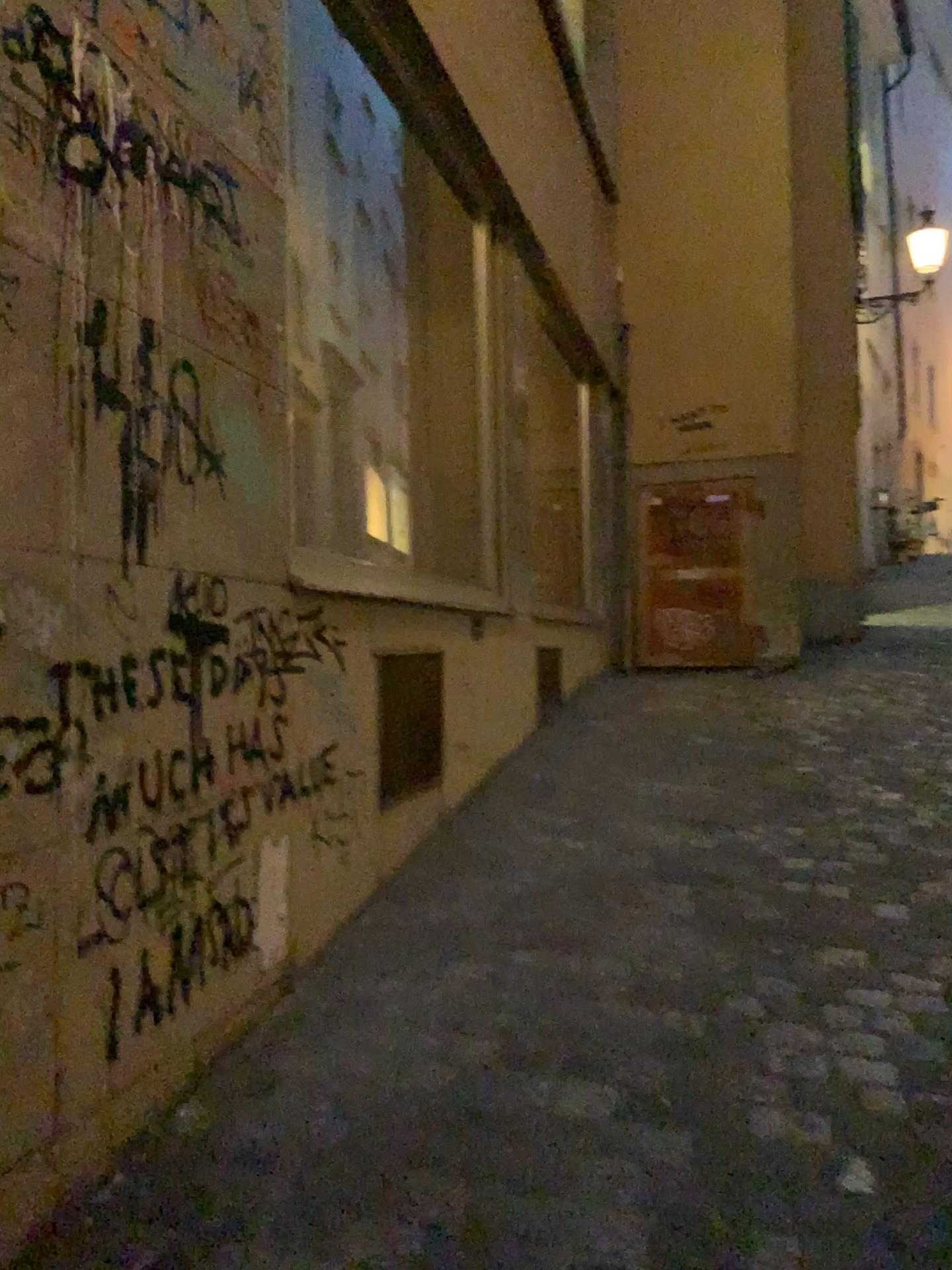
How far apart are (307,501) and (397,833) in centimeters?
100cm
